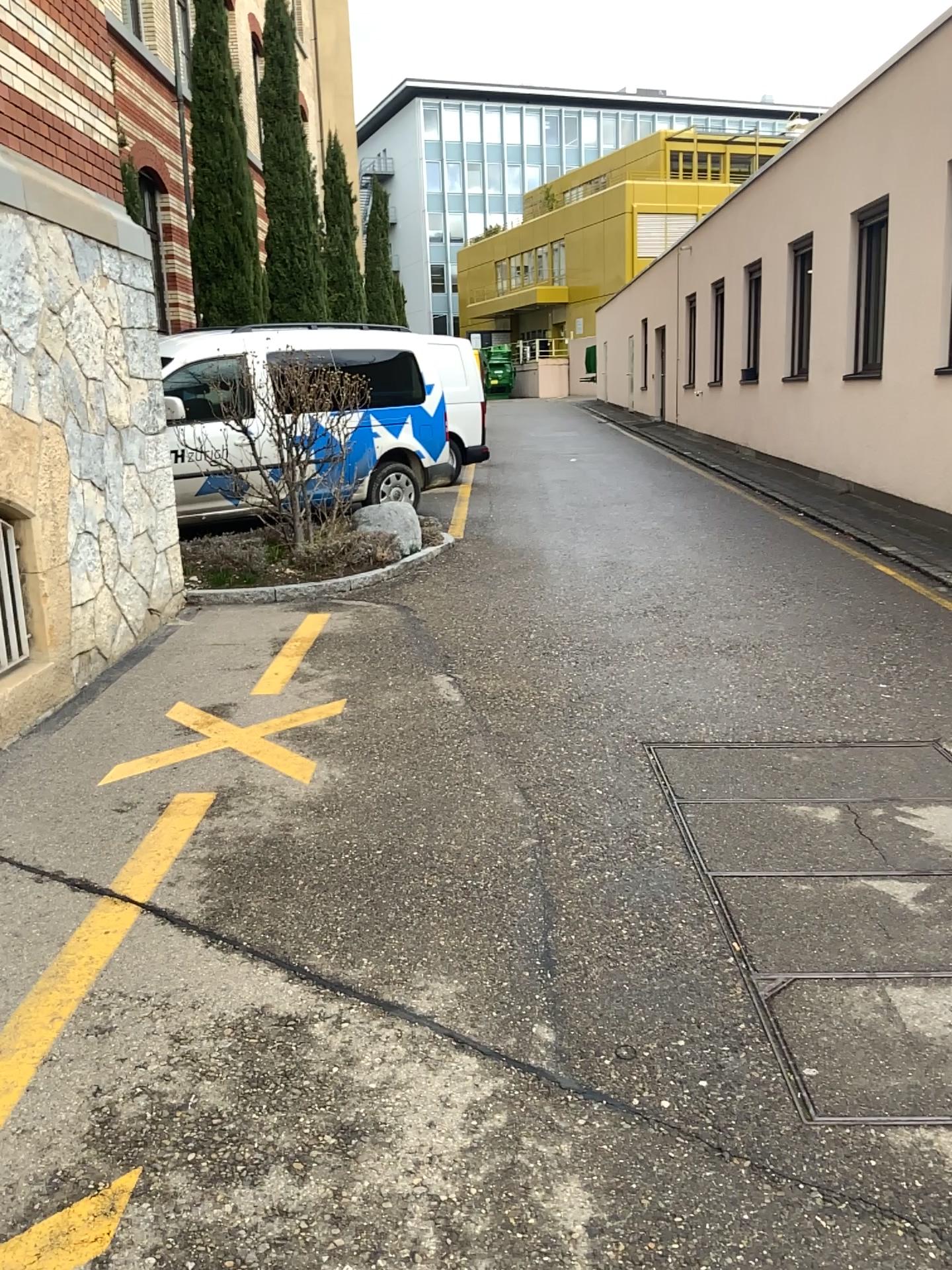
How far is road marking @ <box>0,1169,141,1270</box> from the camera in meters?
1.8 m

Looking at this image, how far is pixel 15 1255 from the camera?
1.82m

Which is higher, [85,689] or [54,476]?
[54,476]
